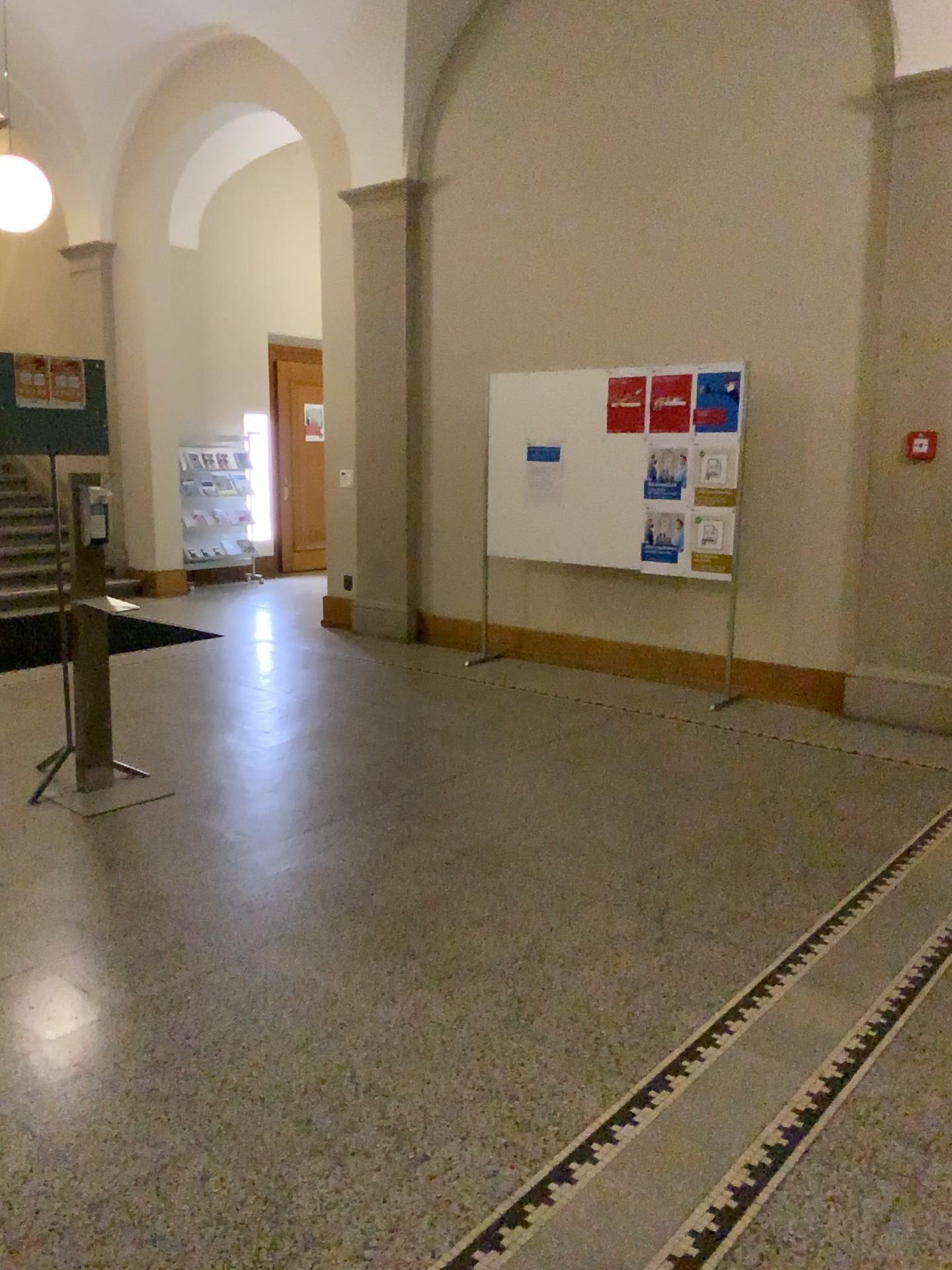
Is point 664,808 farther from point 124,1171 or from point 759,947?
point 124,1171
